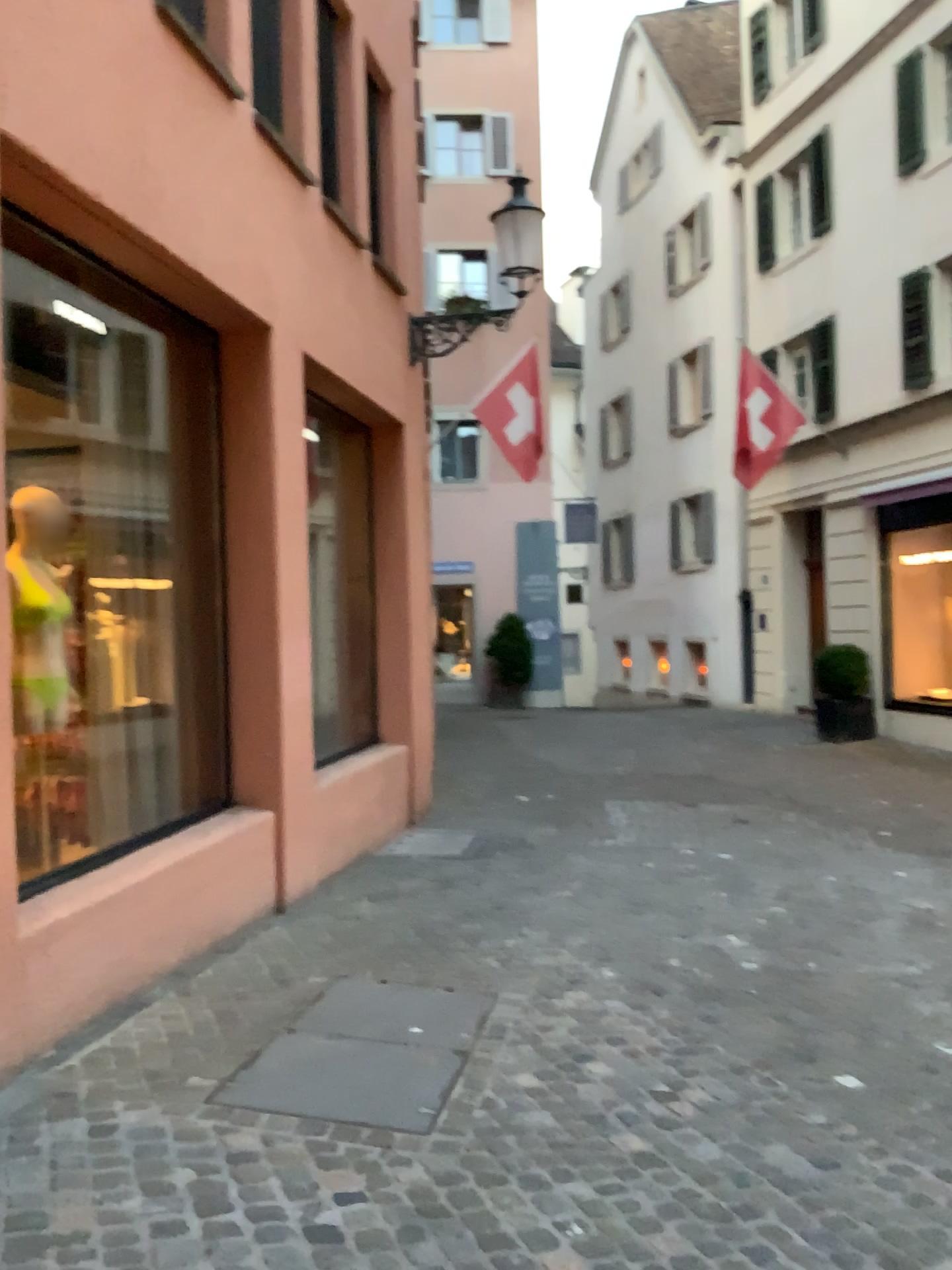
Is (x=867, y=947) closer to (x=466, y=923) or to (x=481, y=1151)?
(x=466, y=923)
